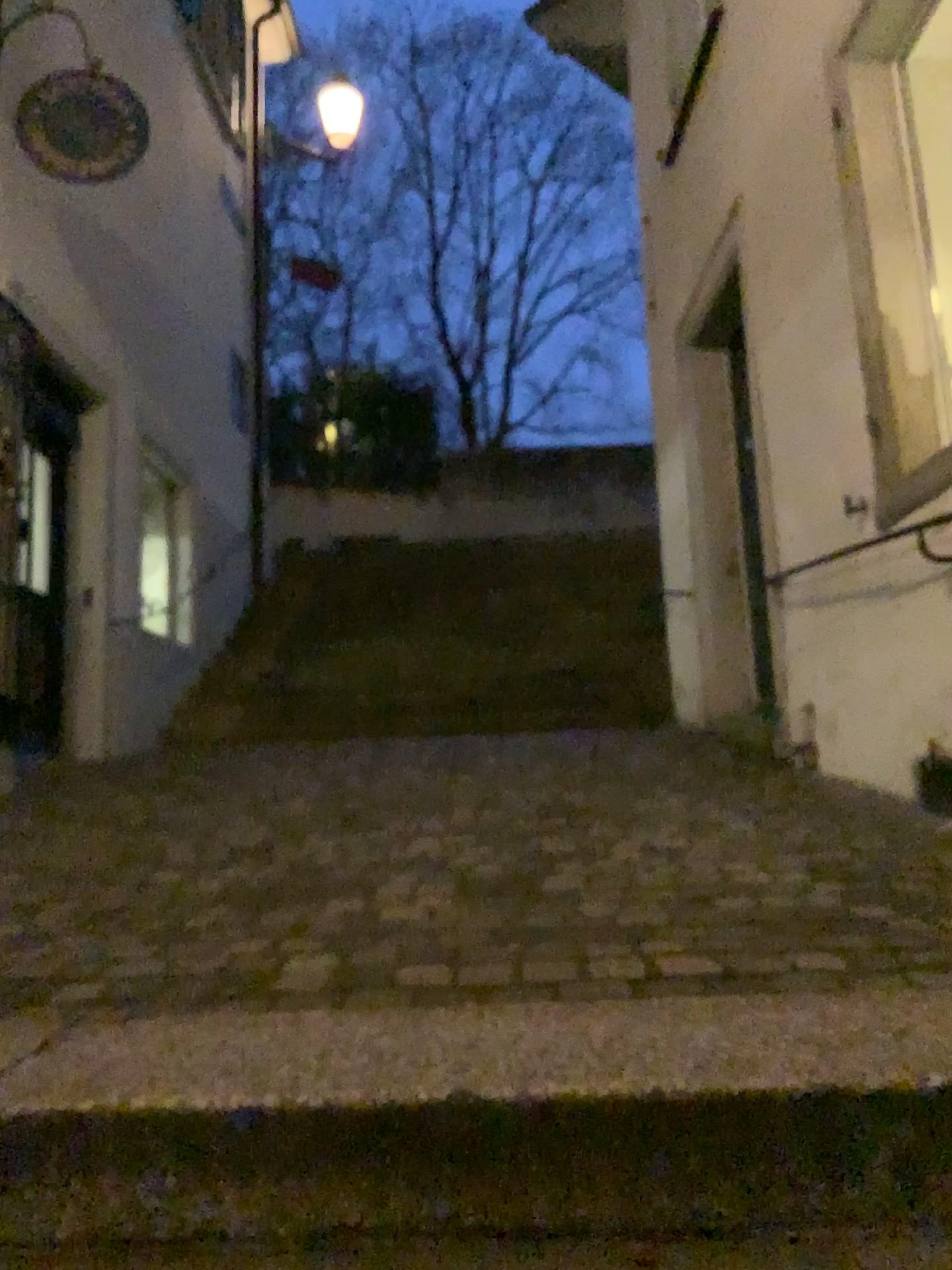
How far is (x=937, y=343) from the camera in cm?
338

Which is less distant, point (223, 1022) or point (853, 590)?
point (223, 1022)

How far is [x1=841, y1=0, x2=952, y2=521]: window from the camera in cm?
338
